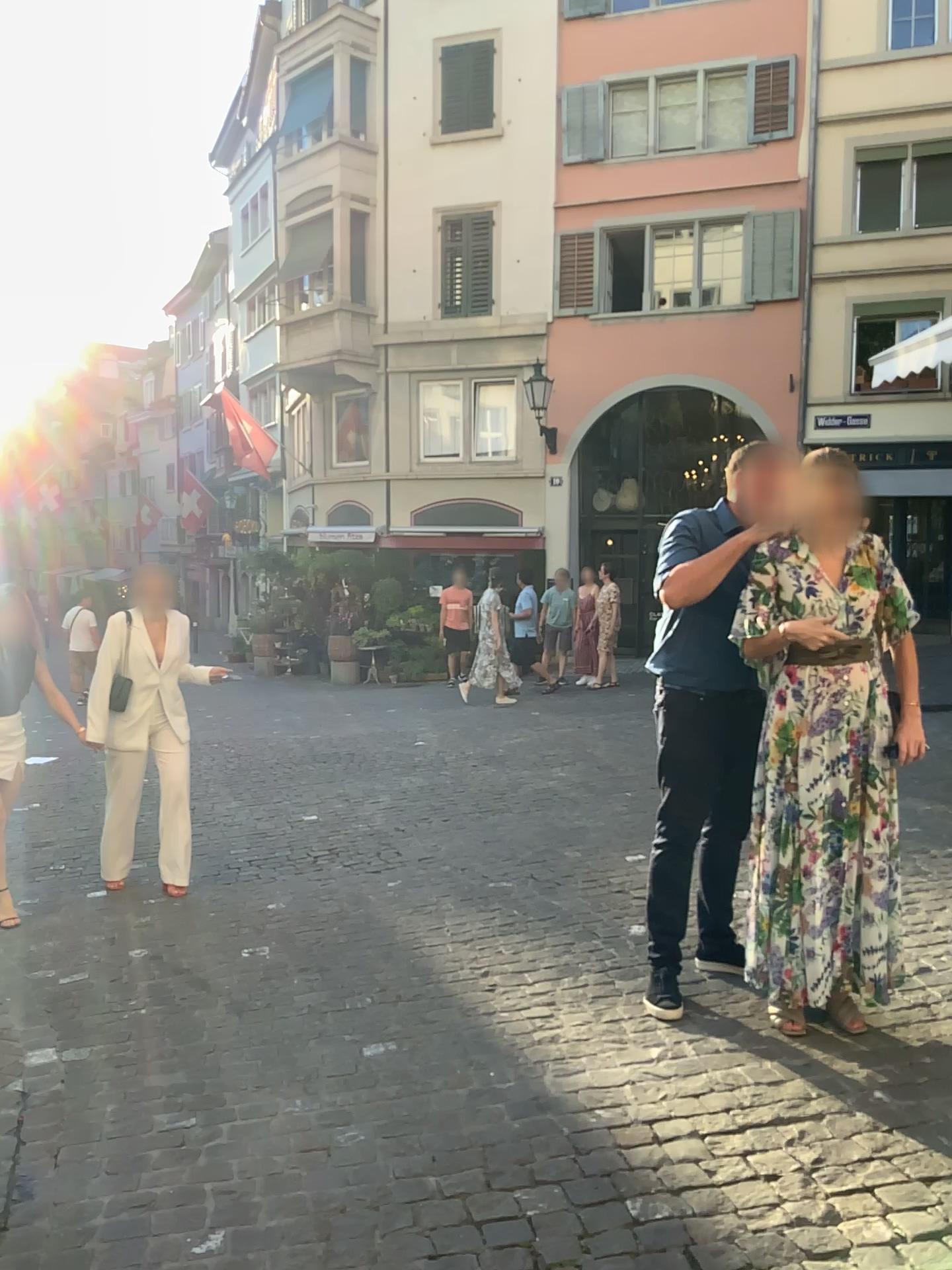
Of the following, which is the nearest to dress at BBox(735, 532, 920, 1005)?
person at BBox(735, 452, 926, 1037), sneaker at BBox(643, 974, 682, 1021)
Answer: person at BBox(735, 452, 926, 1037)

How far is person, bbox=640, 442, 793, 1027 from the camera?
3.34m

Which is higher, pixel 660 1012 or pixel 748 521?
pixel 748 521

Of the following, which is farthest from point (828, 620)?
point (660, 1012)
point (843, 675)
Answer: point (660, 1012)

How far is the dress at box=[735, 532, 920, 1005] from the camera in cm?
316

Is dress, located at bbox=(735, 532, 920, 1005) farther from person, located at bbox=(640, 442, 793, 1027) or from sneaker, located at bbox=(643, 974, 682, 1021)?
sneaker, located at bbox=(643, 974, 682, 1021)

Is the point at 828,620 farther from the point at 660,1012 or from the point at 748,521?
the point at 660,1012

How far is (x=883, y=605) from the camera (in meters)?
3.21
